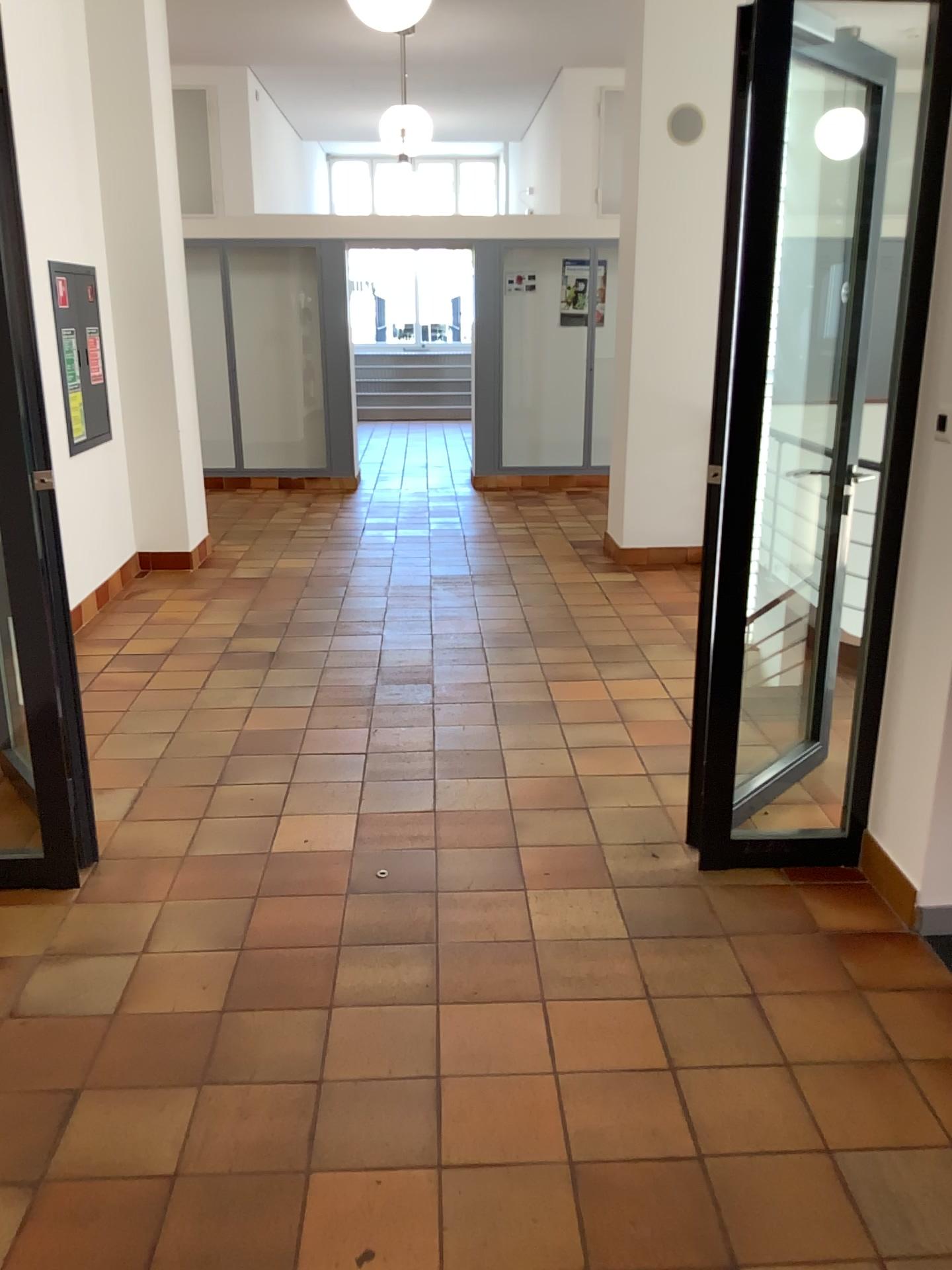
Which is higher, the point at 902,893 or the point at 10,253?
the point at 10,253

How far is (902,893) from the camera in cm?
287

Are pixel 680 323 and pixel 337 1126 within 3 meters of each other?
no

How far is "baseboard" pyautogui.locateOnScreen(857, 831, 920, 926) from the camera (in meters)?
2.87
